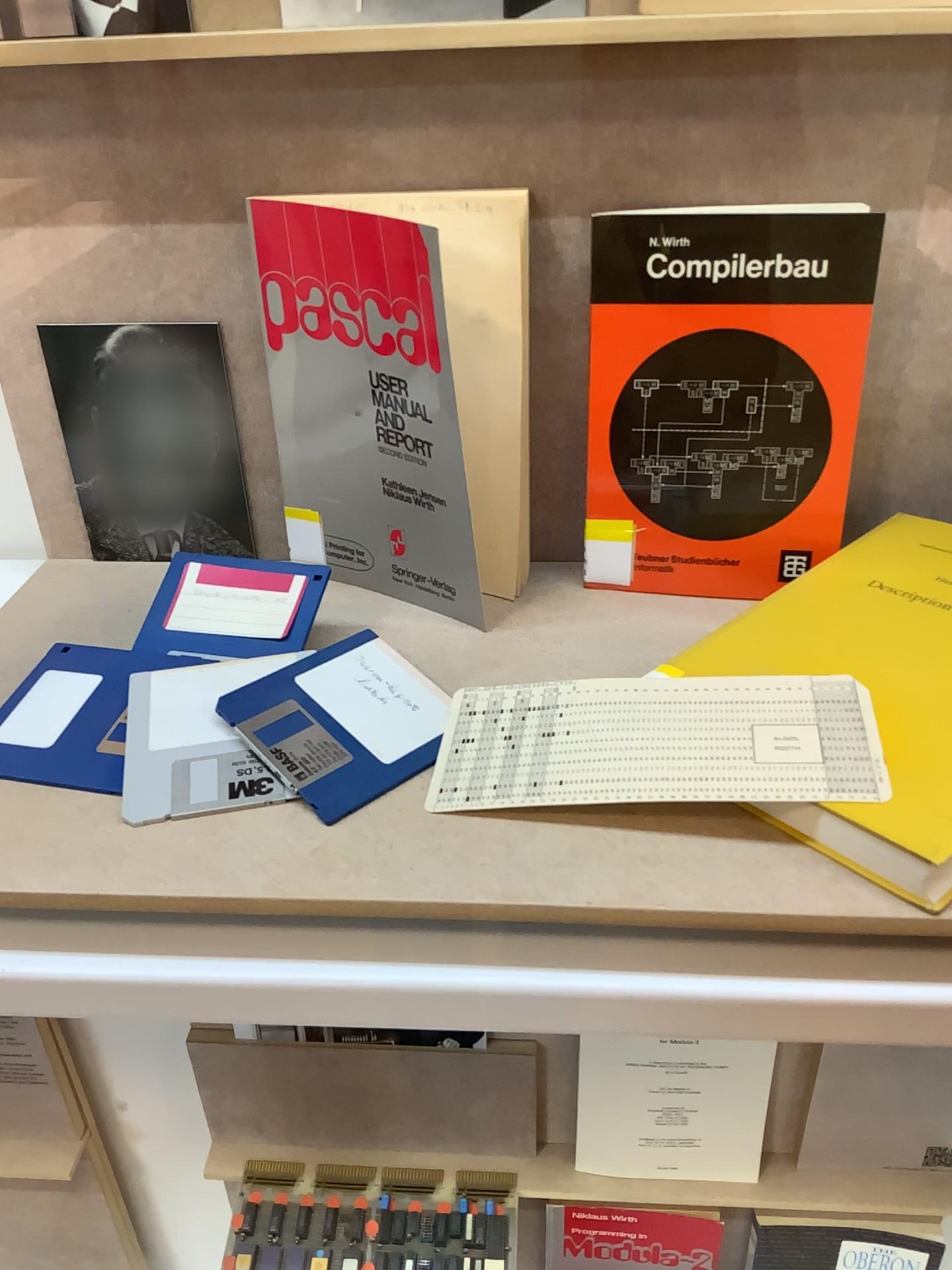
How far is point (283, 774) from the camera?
0.47m

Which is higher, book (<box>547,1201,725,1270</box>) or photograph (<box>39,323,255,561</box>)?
photograph (<box>39,323,255,561</box>)

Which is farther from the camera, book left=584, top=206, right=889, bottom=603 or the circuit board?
the circuit board

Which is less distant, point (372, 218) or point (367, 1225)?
point (372, 218)

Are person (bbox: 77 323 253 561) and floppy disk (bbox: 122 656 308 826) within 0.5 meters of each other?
yes

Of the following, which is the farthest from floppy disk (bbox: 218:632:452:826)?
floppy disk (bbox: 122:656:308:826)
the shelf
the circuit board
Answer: the circuit board

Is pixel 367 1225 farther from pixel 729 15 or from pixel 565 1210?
pixel 729 15

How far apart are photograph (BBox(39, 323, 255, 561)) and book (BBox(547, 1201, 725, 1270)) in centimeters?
79cm

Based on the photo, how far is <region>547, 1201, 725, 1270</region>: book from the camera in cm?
106

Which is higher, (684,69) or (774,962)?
(684,69)
